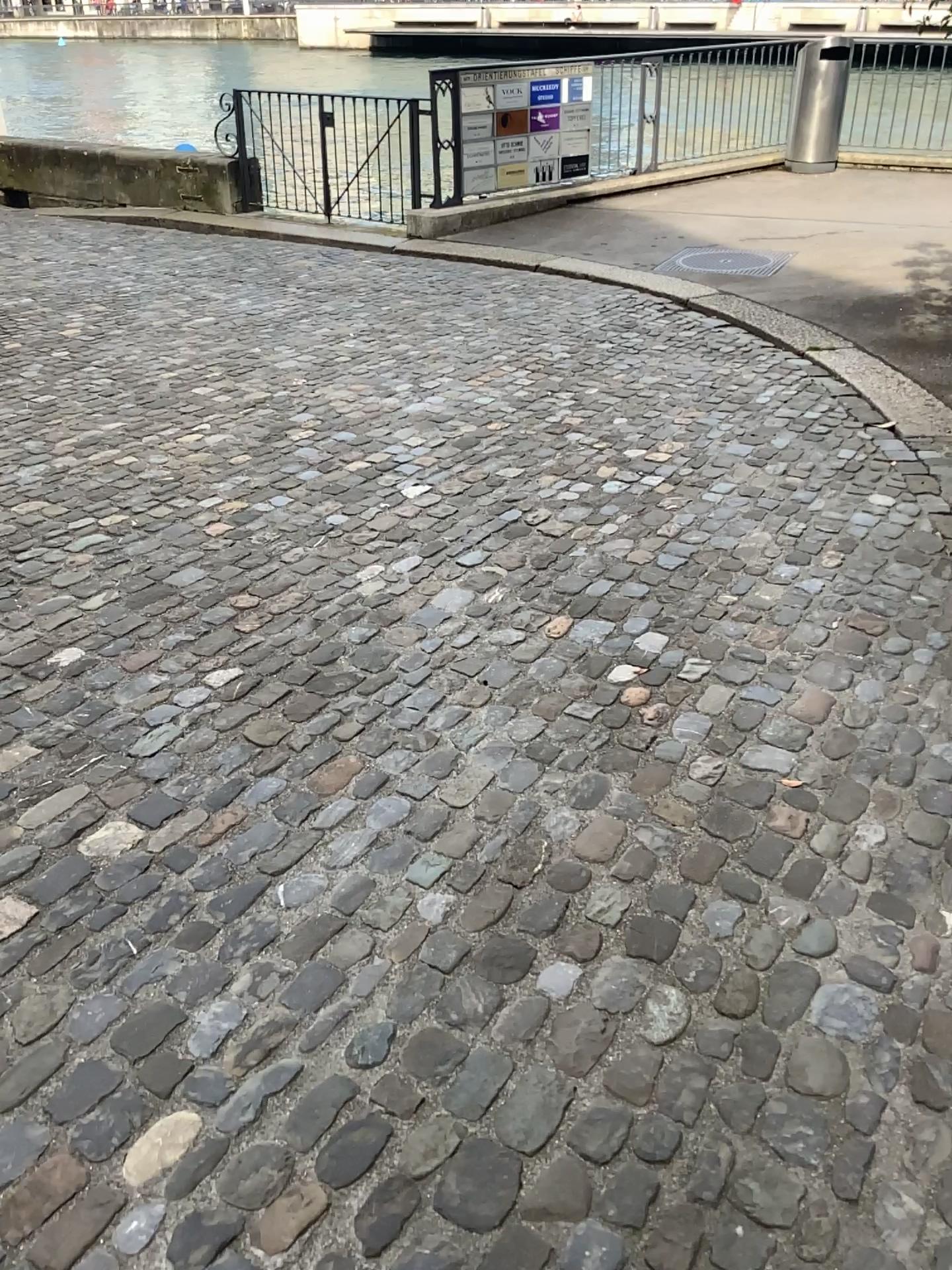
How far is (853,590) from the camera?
3.2m
